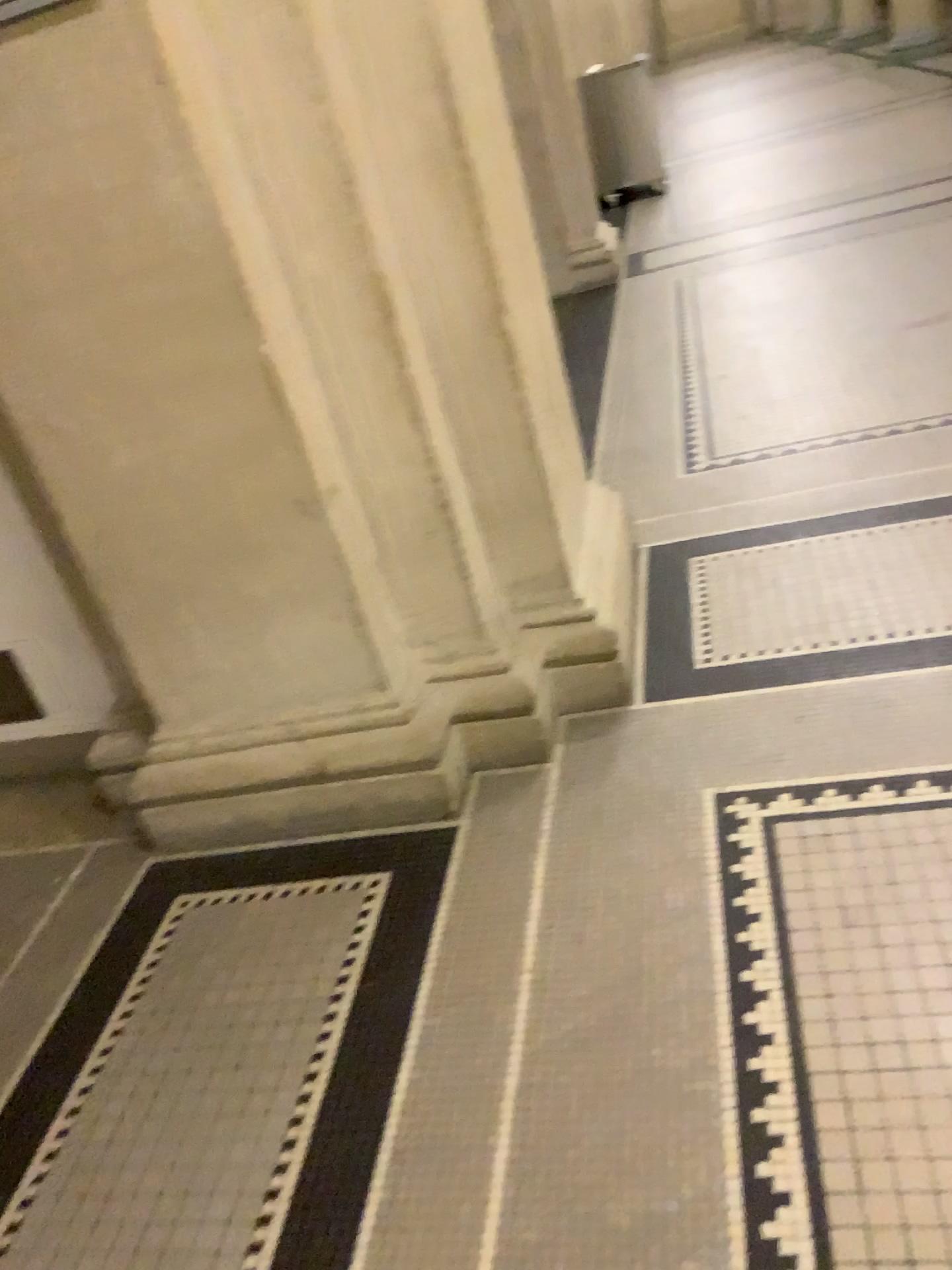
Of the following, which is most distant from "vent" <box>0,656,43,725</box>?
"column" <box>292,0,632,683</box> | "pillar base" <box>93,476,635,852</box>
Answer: "column" <box>292,0,632,683</box>

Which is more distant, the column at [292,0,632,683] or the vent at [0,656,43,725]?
the vent at [0,656,43,725]

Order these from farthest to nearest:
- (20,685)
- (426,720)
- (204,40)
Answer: (20,685) → (426,720) → (204,40)

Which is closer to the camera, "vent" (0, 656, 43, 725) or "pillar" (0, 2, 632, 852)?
"pillar" (0, 2, 632, 852)

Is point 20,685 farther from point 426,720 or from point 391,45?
point 391,45

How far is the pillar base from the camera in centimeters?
219cm

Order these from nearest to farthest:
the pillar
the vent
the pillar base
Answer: the pillar, the pillar base, the vent

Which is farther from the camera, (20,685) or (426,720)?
(20,685)

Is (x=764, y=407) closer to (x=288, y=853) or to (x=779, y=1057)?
(x=288, y=853)

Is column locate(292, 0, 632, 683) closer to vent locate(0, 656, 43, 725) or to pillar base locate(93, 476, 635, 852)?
pillar base locate(93, 476, 635, 852)
